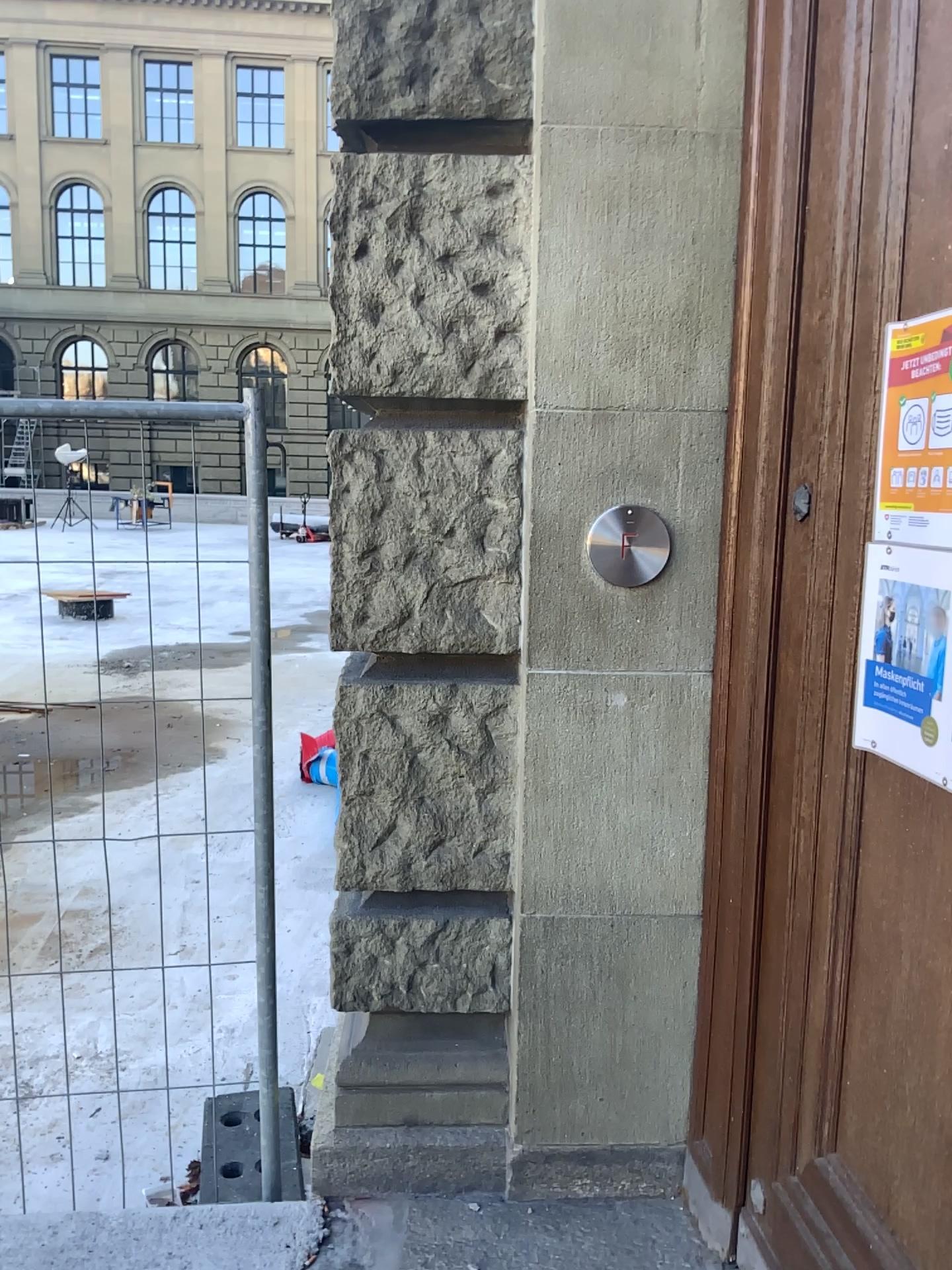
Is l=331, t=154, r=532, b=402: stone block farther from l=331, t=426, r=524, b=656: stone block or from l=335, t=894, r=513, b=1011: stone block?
l=335, t=894, r=513, b=1011: stone block

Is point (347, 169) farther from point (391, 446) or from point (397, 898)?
point (397, 898)

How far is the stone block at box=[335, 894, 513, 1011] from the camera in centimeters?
222cm

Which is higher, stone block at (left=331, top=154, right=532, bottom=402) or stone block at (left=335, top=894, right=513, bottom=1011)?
stone block at (left=331, top=154, right=532, bottom=402)

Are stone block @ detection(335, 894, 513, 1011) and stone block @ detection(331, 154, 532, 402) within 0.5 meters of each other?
no

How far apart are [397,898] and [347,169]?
1.47m

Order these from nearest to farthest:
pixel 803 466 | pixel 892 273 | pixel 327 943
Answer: pixel 892 273, pixel 803 466, pixel 327 943

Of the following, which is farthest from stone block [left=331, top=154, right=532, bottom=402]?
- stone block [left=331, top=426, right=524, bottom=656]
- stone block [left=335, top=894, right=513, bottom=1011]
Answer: stone block [left=335, top=894, right=513, bottom=1011]

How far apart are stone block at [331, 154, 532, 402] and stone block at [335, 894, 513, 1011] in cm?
105

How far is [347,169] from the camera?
2.01m
